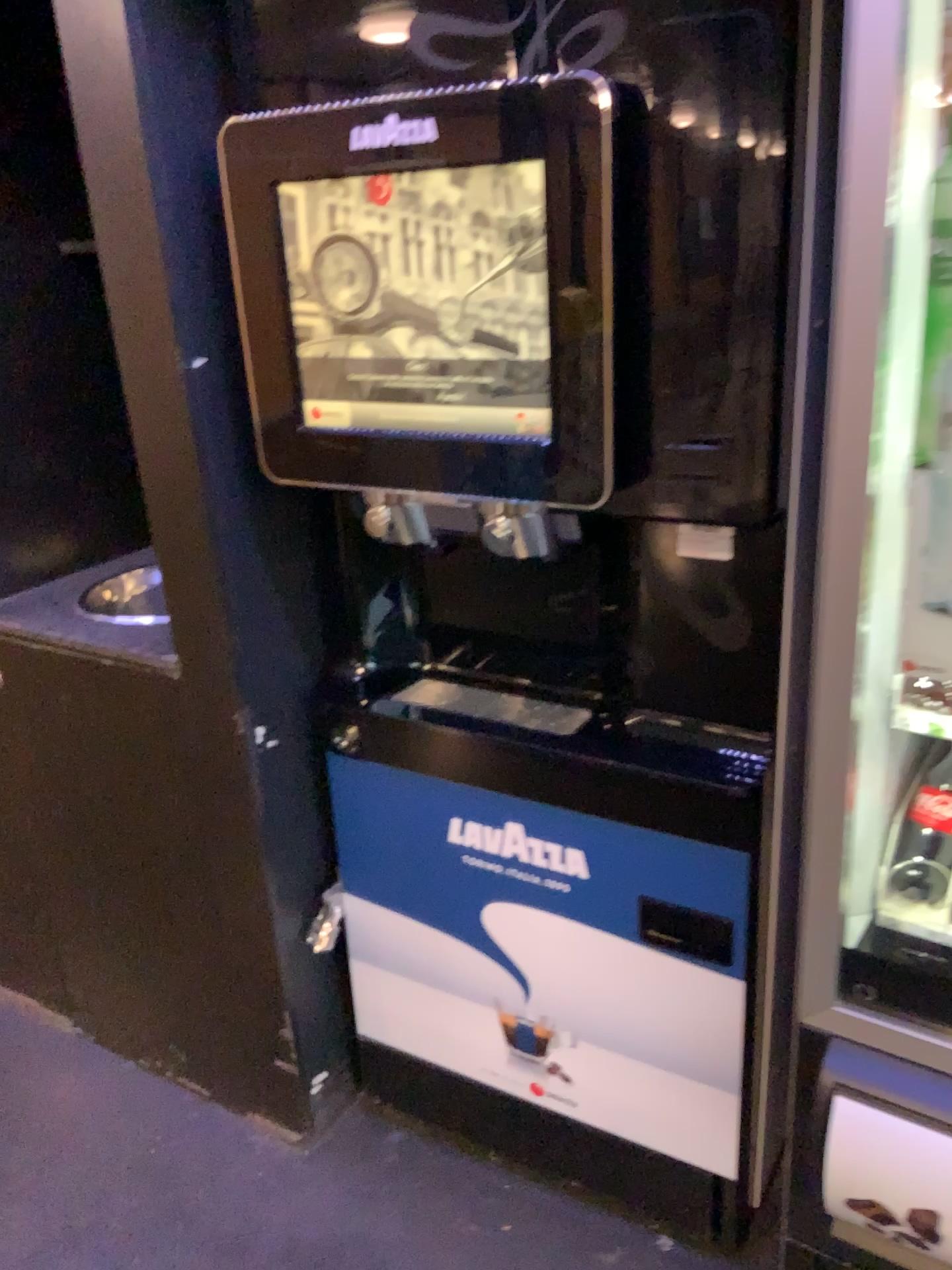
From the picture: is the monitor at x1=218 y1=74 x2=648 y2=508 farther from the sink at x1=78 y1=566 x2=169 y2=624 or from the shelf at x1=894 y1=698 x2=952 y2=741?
the sink at x1=78 y1=566 x2=169 y2=624

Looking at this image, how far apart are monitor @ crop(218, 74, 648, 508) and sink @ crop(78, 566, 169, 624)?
Answer: 0.67m

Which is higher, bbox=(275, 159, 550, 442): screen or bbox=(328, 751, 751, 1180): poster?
bbox=(275, 159, 550, 442): screen

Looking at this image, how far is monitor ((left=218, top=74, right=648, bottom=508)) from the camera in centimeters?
105cm

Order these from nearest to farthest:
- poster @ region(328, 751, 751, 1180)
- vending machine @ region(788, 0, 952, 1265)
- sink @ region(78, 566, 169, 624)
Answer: vending machine @ region(788, 0, 952, 1265)
poster @ region(328, 751, 751, 1180)
sink @ region(78, 566, 169, 624)

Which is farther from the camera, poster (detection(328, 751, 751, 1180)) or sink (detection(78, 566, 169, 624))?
sink (detection(78, 566, 169, 624))

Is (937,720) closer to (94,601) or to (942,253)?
(942,253)

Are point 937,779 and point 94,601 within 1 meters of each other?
no

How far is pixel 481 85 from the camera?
1.1 meters

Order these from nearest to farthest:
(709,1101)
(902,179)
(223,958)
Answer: (902,179) < (709,1101) < (223,958)
